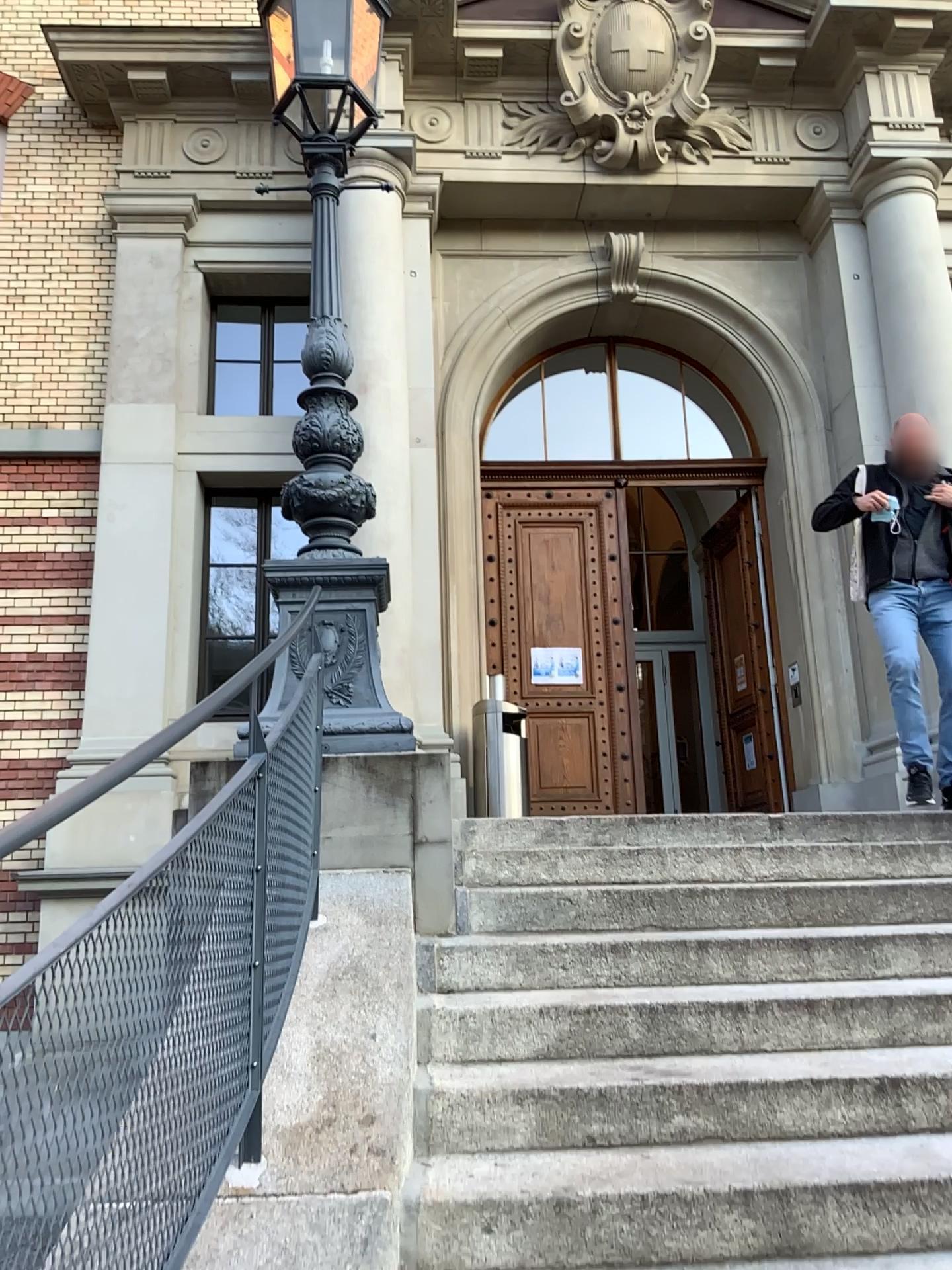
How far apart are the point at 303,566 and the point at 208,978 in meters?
2.2 m
